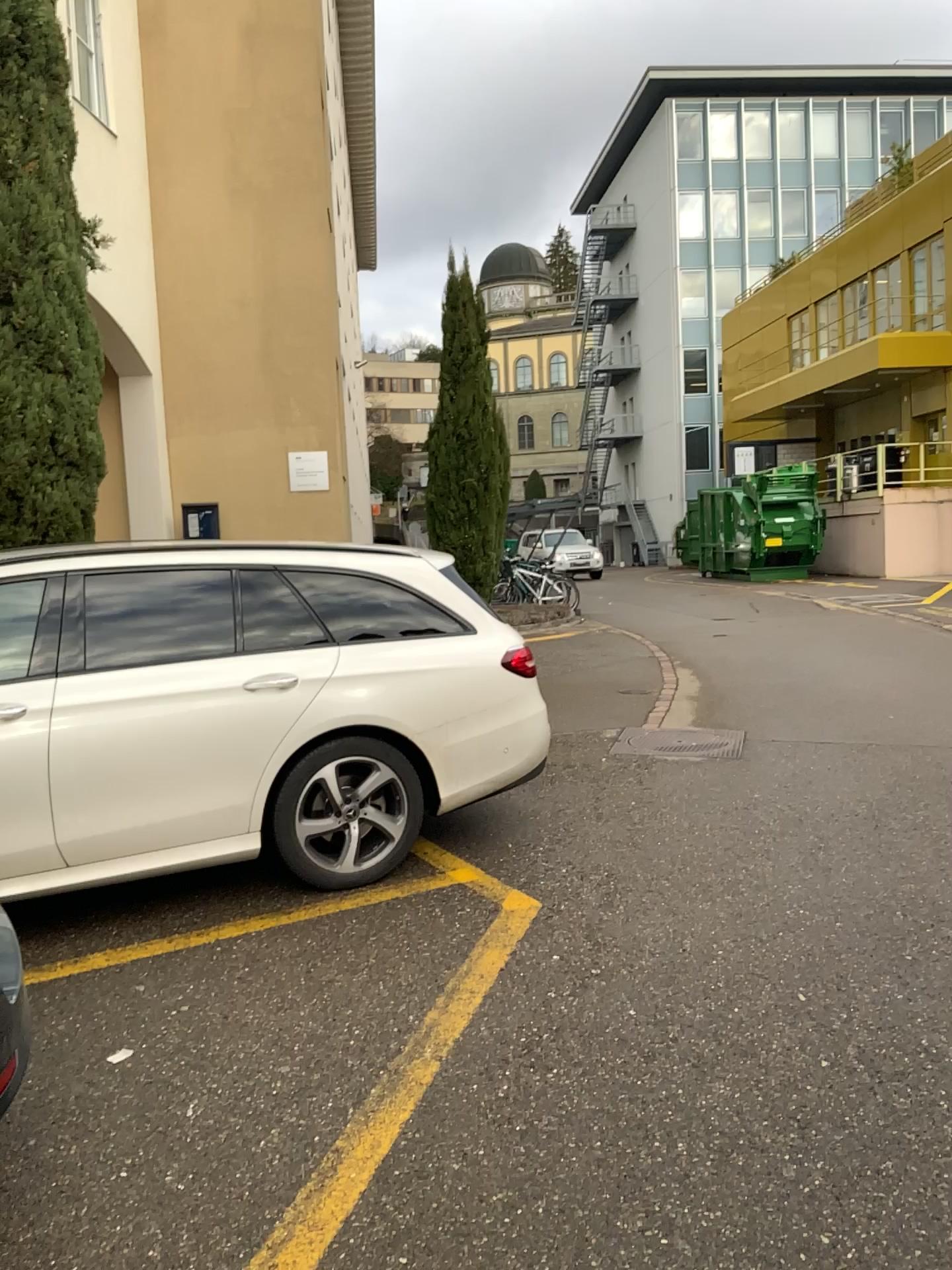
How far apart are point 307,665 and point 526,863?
1.29m

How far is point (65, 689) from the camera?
3.95m

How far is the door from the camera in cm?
395
